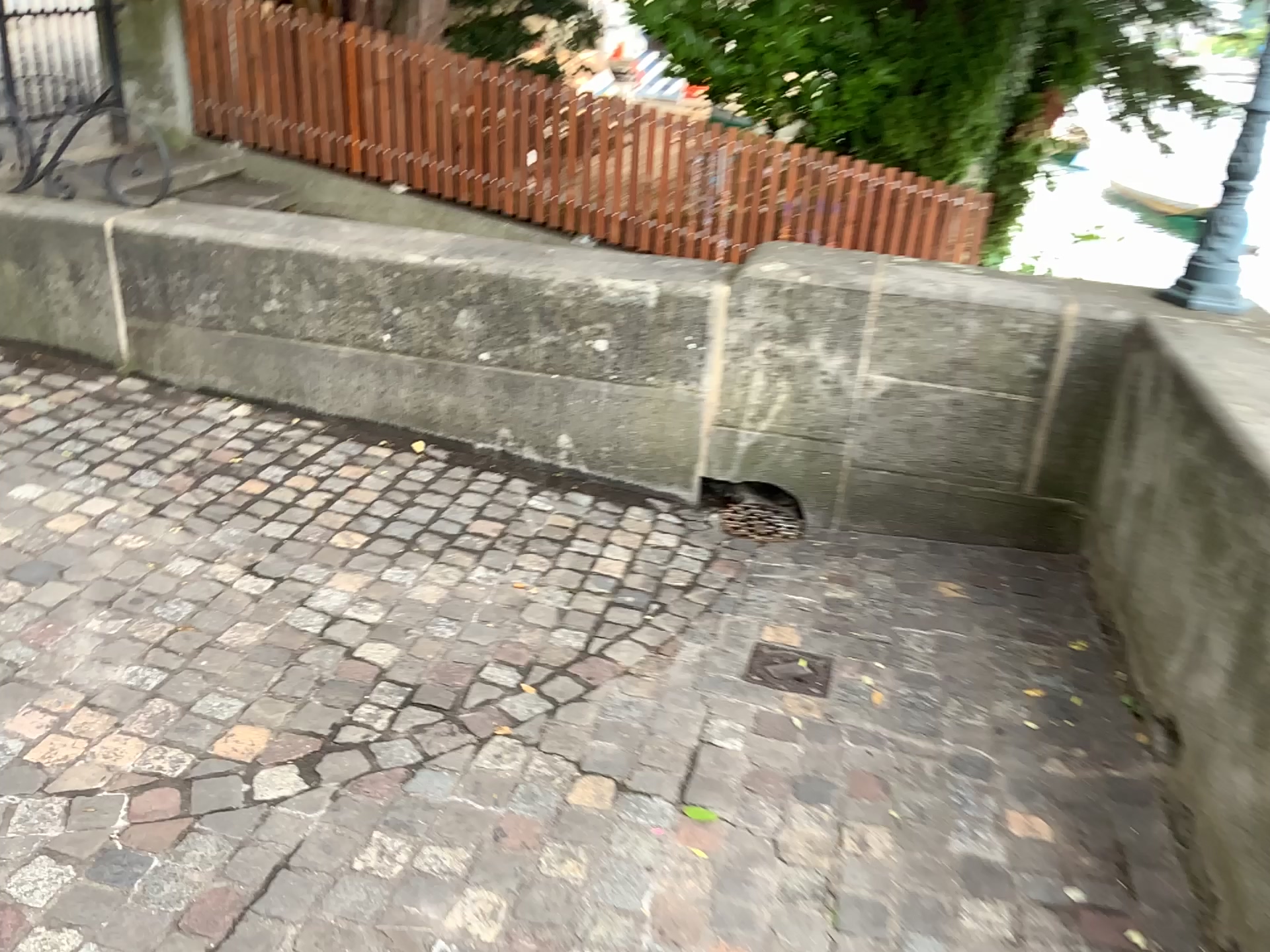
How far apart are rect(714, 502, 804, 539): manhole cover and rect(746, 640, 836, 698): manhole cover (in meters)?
0.74

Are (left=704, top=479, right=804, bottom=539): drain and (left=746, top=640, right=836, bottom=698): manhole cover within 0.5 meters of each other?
no

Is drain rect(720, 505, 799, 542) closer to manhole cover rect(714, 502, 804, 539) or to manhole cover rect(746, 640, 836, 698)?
manhole cover rect(714, 502, 804, 539)

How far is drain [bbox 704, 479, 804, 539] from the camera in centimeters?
349cm

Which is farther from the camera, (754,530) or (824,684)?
(754,530)

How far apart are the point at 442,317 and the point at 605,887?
2.15m

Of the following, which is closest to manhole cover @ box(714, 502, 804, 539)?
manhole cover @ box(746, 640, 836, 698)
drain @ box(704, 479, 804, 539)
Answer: drain @ box(704, 479, 804, 539)

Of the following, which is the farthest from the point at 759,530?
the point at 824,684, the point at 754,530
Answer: the point at 824,684

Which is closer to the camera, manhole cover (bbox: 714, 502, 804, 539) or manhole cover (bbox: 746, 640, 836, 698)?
manhole cover (bbox: 746, 640, 836, 698)

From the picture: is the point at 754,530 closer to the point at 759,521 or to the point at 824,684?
the point at 759,521
